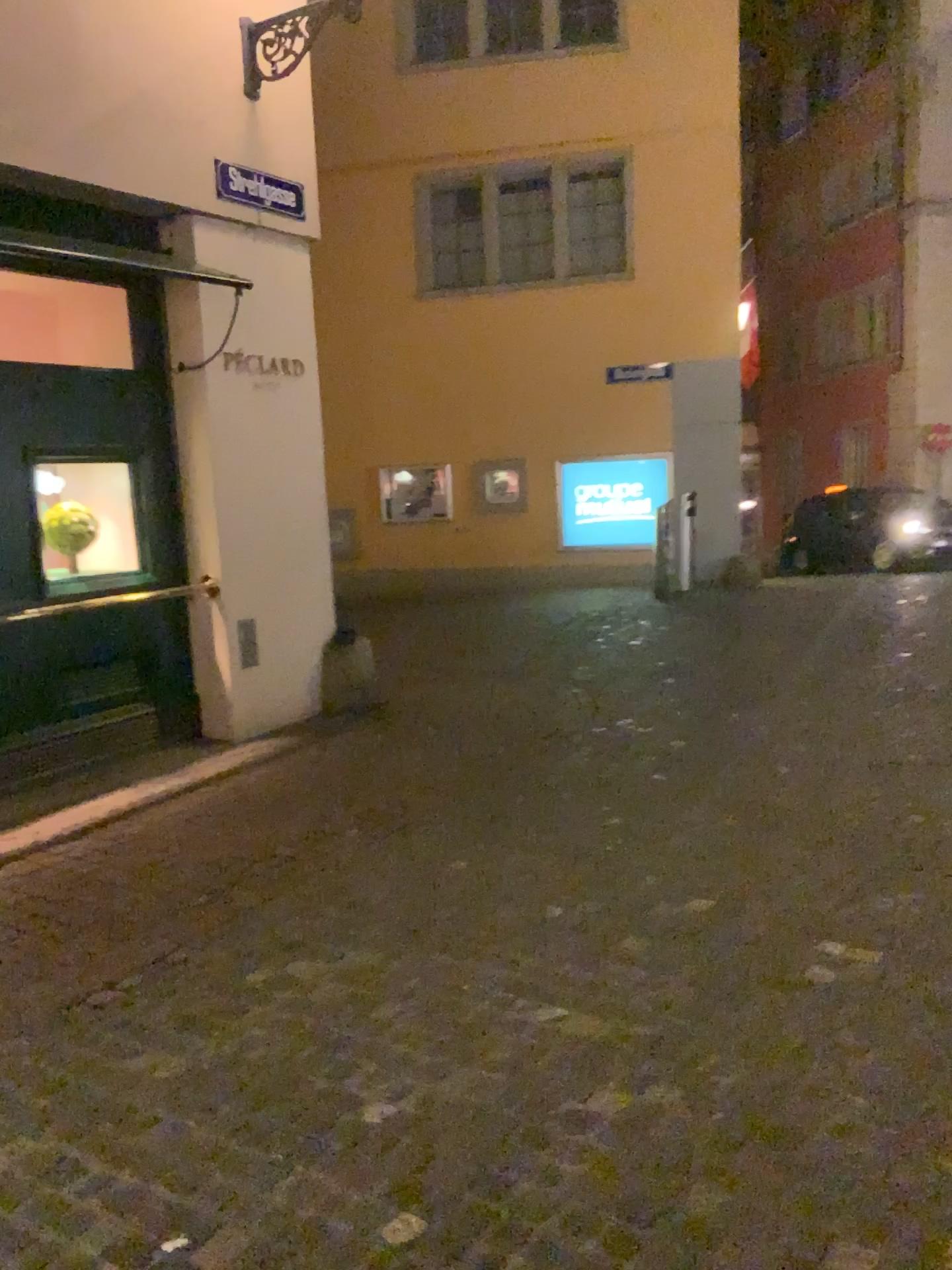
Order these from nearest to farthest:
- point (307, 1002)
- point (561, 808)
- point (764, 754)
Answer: point (307, 1002) → point (561, 808) → point (764, 754)
